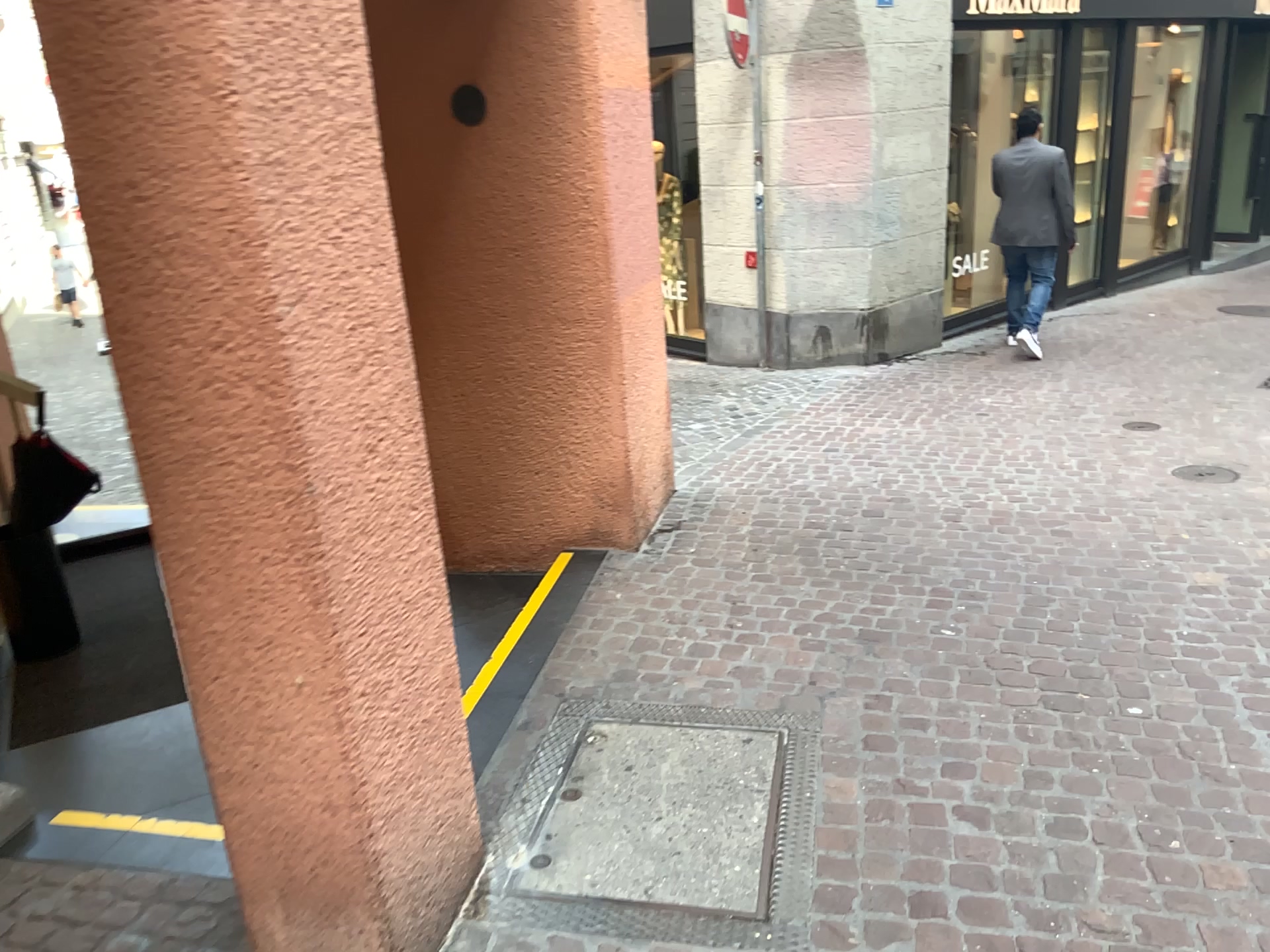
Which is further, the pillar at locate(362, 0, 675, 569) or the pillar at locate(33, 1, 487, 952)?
the pillar at locate(362, 0, 675, 569)

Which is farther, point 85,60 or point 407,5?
point 407,5

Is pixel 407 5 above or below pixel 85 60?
above

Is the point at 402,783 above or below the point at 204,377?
below
